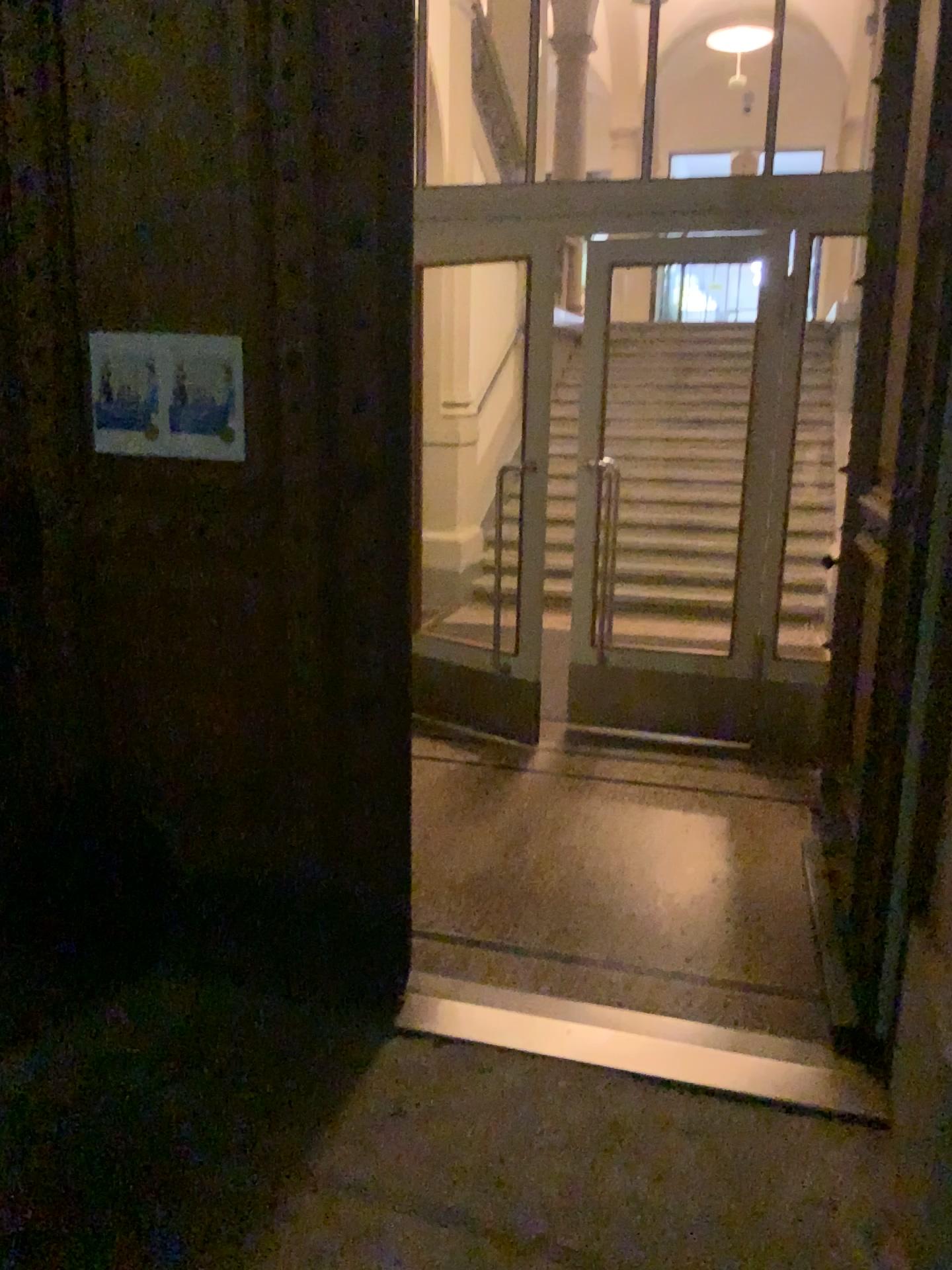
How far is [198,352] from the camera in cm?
260

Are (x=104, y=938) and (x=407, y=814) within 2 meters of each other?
yes

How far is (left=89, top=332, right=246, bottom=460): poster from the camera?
2.60m
